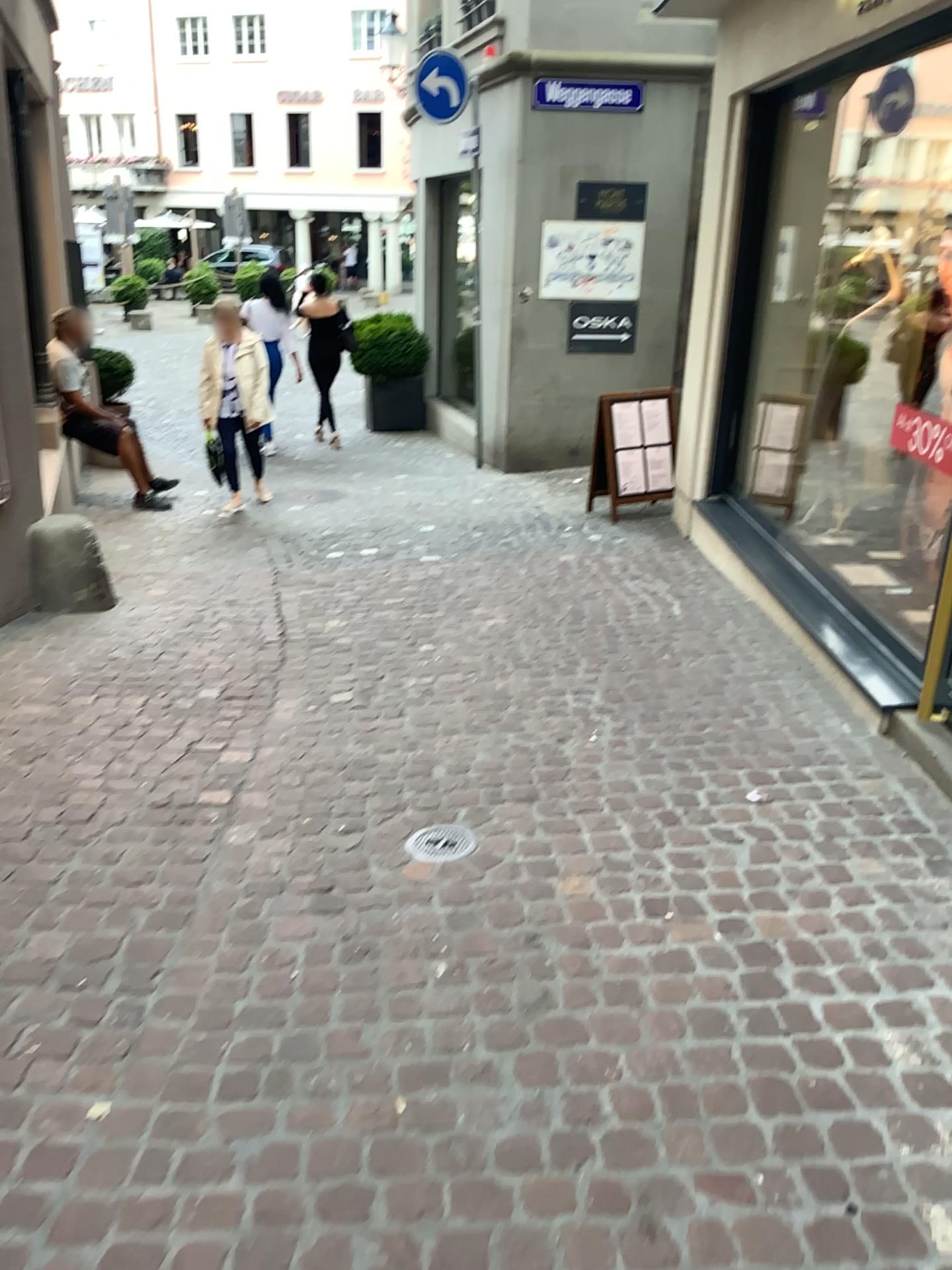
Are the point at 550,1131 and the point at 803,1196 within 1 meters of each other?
yes

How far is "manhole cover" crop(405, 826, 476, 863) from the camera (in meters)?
2.96

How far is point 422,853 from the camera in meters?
3.0 m
